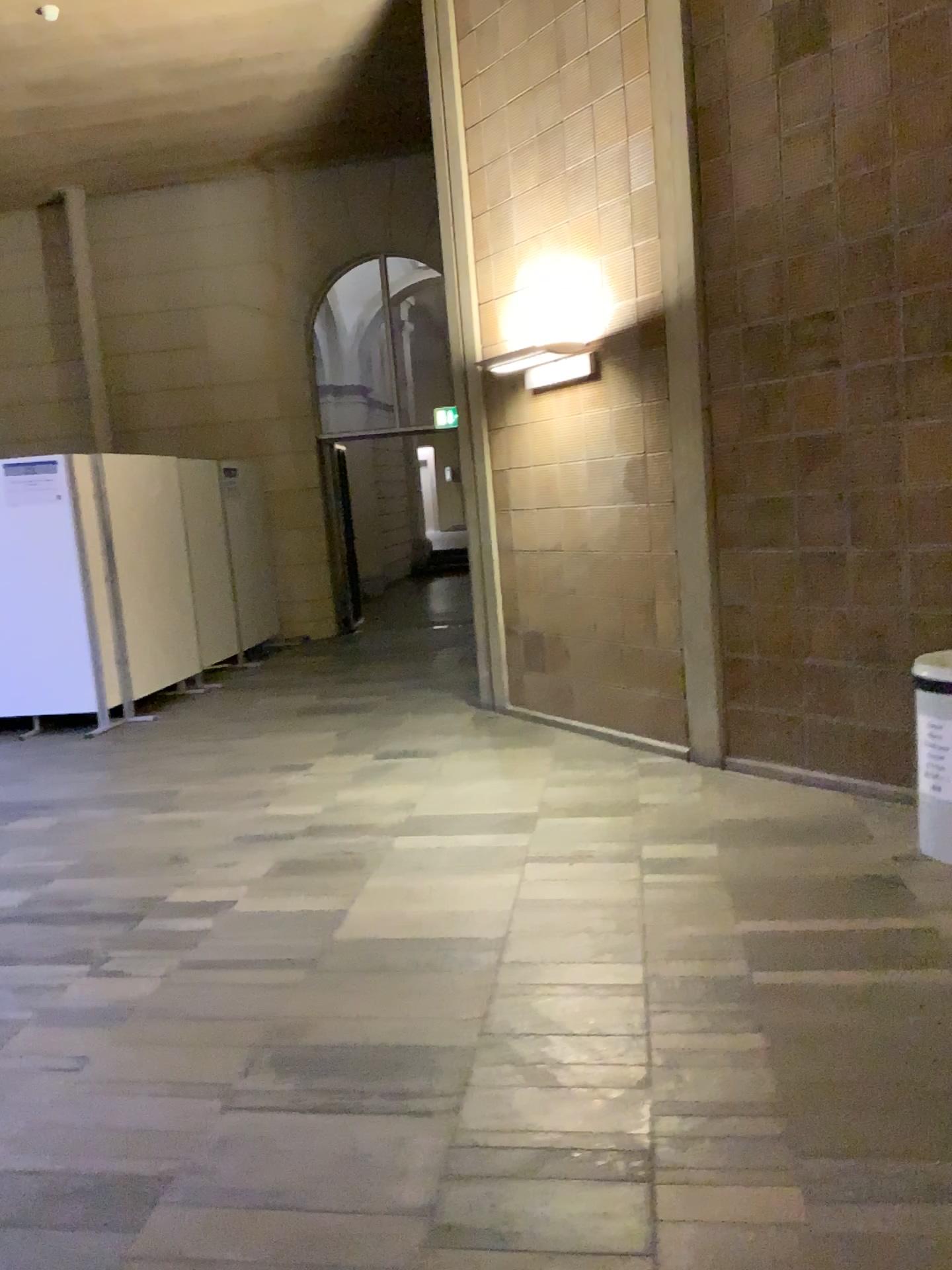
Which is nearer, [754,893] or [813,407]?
[754,893]
